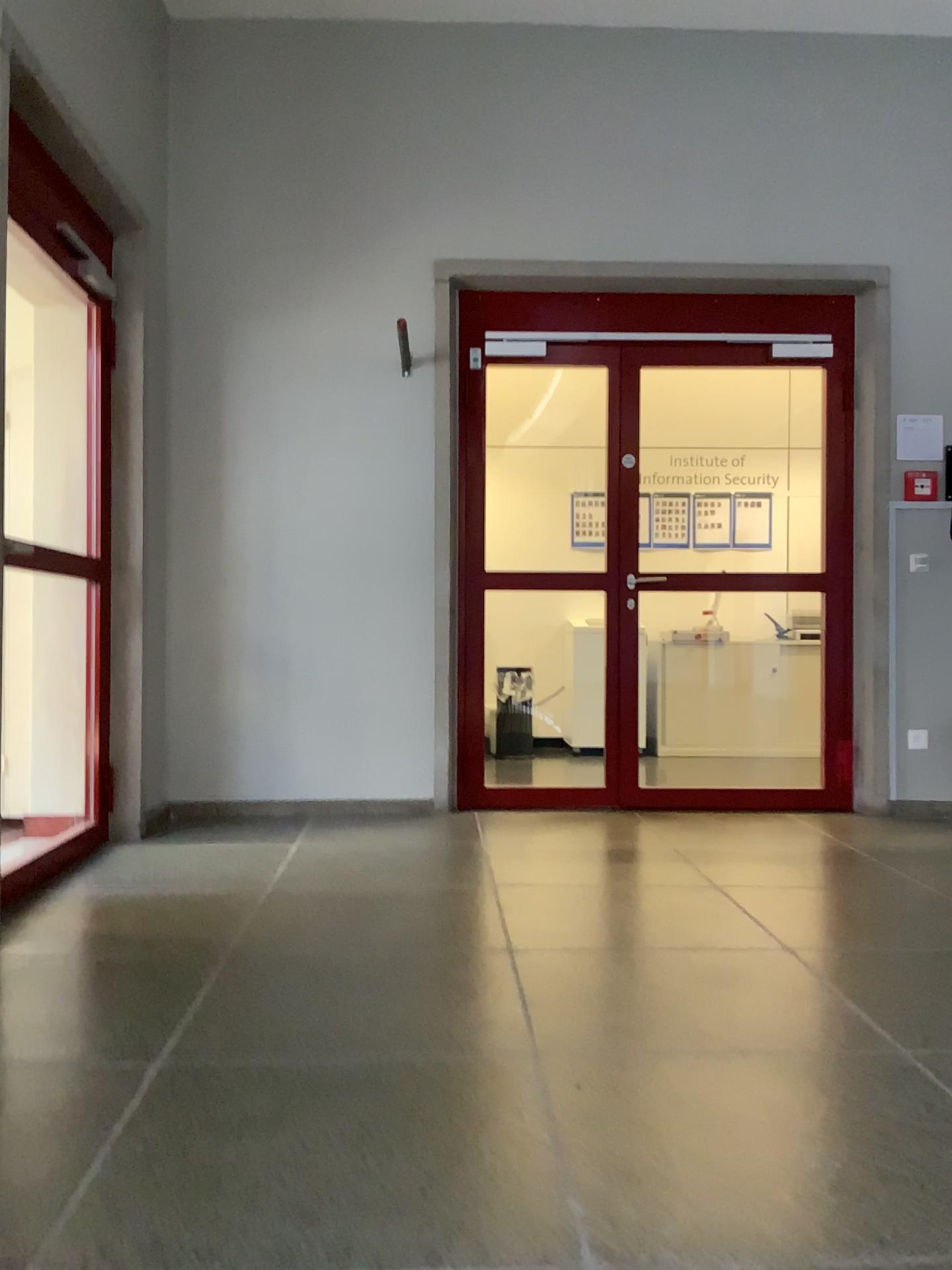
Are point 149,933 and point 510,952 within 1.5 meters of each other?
yes

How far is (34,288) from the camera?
4.09m

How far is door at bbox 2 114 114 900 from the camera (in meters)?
4.09
